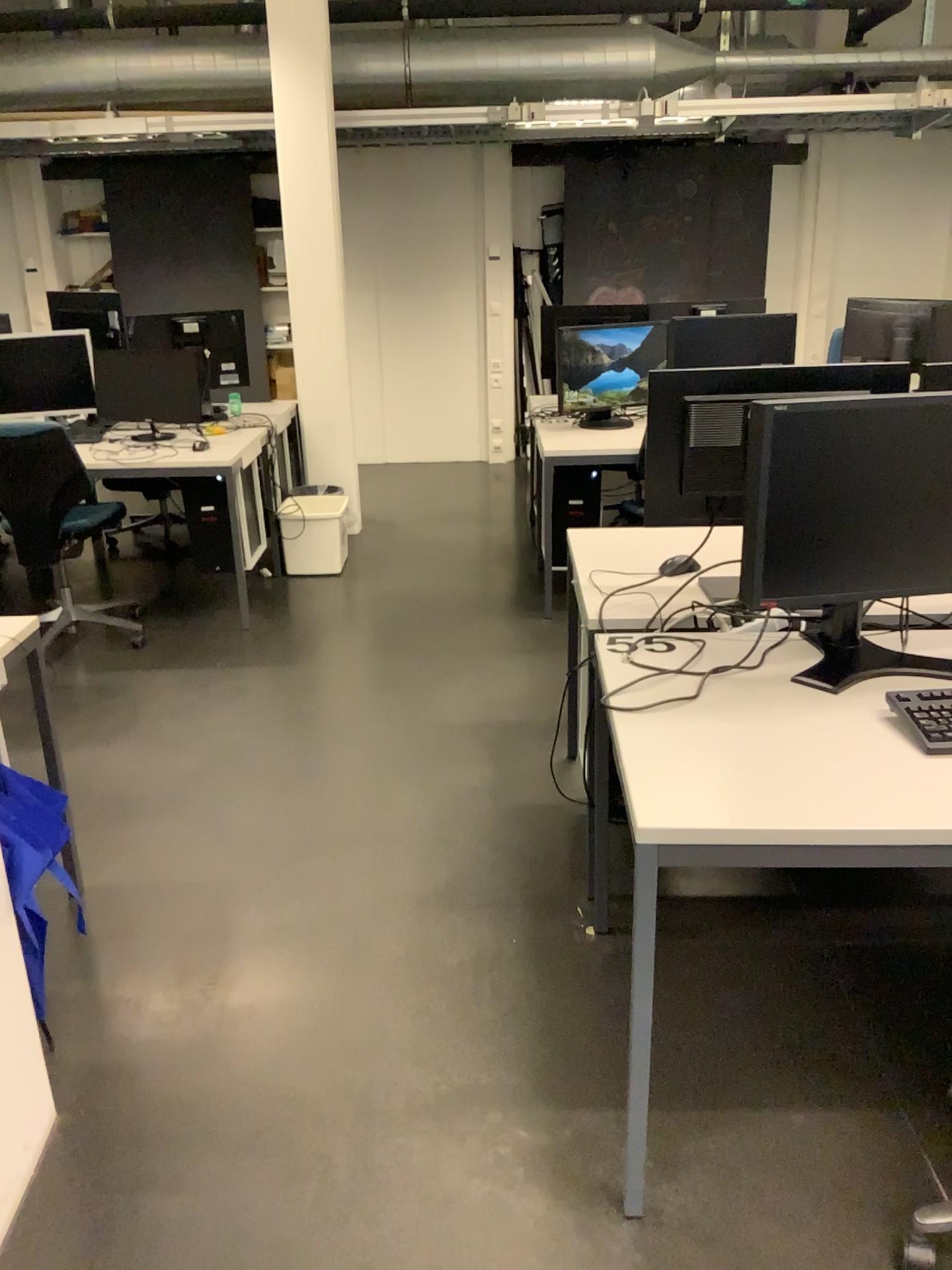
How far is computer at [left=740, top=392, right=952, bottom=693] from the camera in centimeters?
185cm

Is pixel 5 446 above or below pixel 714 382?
below

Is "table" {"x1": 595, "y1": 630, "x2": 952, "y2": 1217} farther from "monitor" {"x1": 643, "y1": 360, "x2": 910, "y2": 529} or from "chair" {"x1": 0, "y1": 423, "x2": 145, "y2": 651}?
"chair" {"x1": 0, "y1": 423, "x2": 145, "y2": 651}

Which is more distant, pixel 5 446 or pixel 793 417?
pixel 5 446

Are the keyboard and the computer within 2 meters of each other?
yes

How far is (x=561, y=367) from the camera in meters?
4.8 m

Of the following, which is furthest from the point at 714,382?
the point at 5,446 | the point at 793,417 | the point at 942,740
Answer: the point at 5,446

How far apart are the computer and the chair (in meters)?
2.97

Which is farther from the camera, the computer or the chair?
the chair

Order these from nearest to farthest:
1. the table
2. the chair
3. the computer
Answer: the table < the computer < the chair
